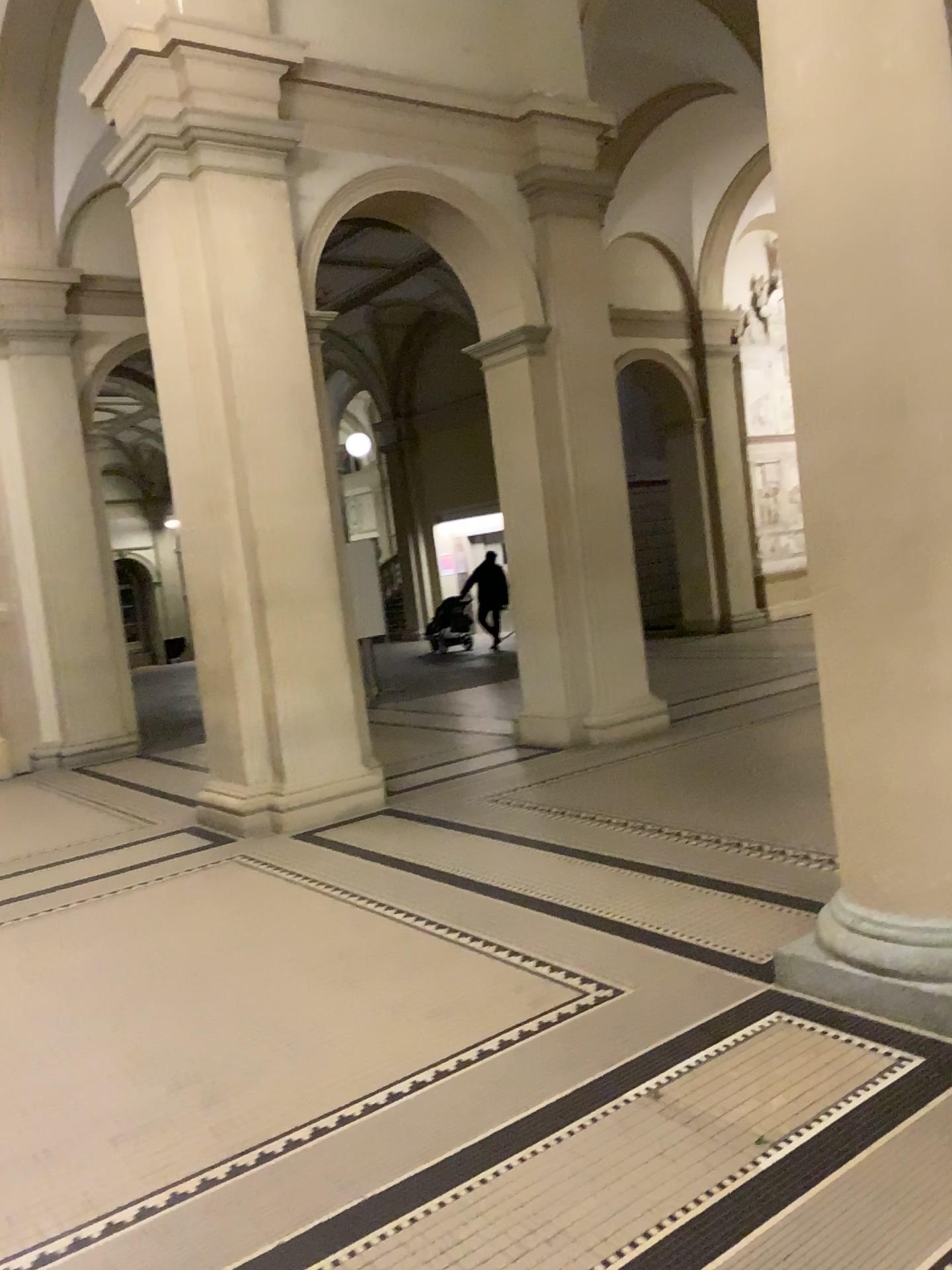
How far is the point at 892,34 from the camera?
2.91m

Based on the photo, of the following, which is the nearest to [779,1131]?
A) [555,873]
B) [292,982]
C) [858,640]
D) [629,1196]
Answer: [629,1196]

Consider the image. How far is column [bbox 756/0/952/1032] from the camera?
2.9 meters
